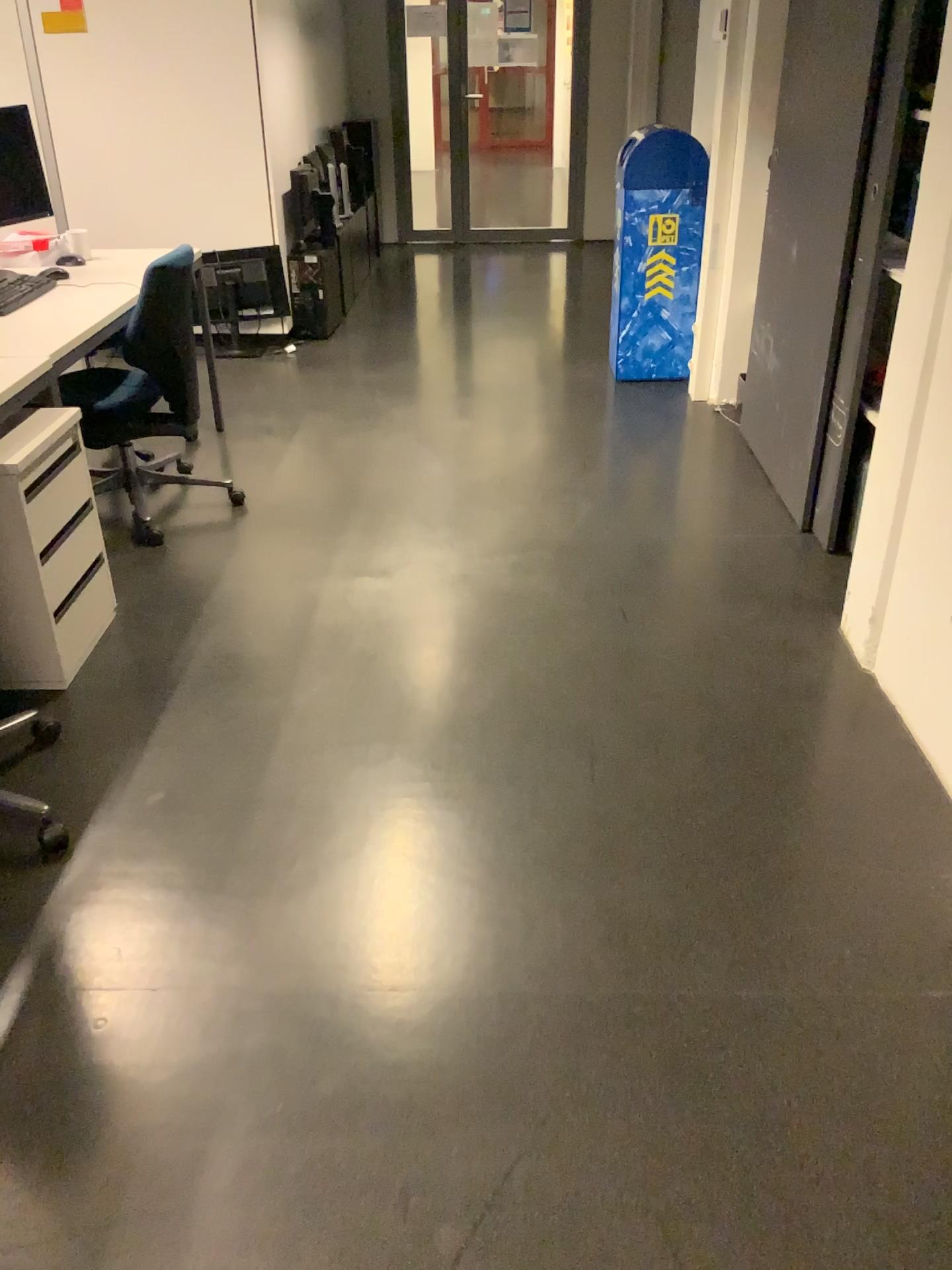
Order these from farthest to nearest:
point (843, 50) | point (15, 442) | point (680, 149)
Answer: point (680, 149) → point (843, 50) → point (15, 442)

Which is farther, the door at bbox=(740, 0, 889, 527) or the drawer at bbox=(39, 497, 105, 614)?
the door at bbox=(740, 0, 889, 527)

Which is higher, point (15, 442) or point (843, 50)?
point (843, 50)

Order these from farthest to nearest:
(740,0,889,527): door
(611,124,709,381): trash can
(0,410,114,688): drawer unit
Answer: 1. (611,124,709,381): trash can
2. (740,0,889,527): door
3. (0,410,114,688): drawer unit

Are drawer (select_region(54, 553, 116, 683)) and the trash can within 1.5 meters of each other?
no

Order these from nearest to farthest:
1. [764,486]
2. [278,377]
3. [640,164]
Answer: [764,486] → [640,164] → [278,377]

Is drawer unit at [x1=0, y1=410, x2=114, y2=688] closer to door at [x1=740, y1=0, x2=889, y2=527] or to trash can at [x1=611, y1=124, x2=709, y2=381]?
door at [x1=740, y1=0, x2=889, y2=527]

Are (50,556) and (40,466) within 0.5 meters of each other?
yes

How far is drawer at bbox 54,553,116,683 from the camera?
2.7 meters

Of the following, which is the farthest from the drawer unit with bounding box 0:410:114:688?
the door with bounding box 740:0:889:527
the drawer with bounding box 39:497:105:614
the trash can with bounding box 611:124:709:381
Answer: the trash can with bounding box 611:124:709:381
